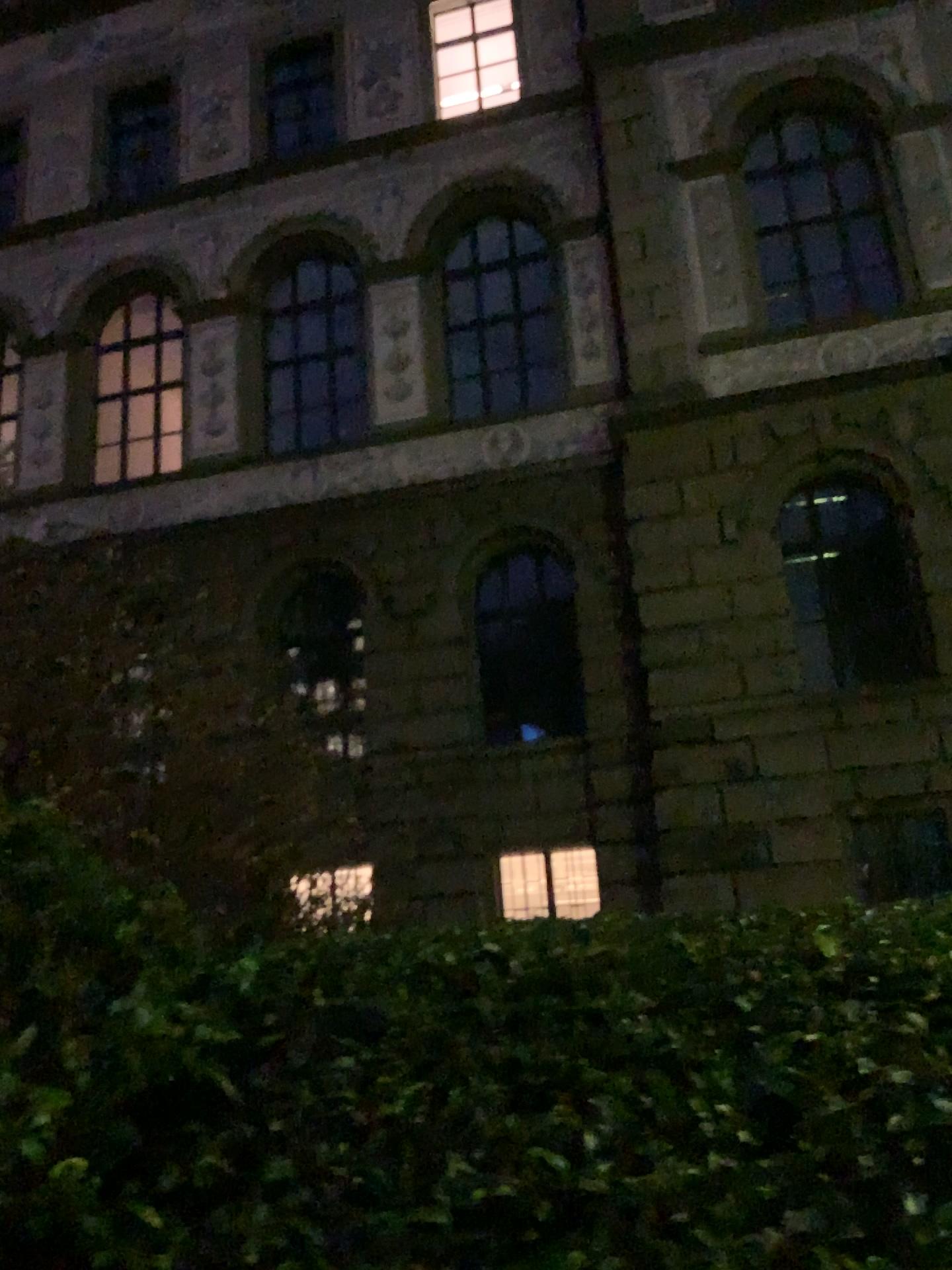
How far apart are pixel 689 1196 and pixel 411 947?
0.9 meters
